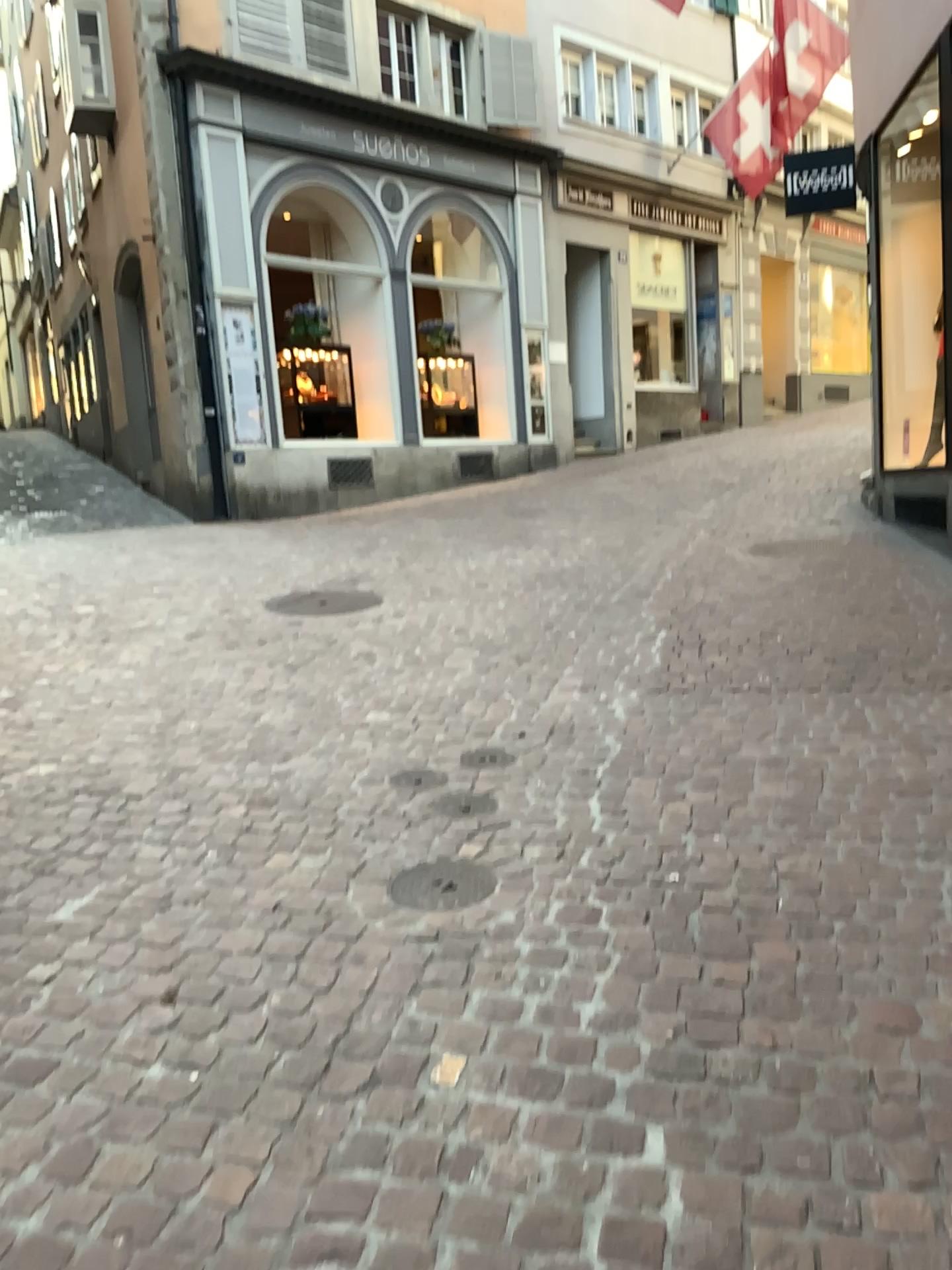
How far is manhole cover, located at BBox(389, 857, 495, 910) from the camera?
2.72m

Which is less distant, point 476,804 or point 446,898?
point 446,898

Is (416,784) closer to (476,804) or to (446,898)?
(476,804)

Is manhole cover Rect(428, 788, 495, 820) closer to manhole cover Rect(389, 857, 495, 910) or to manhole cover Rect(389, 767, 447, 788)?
manhole cover Rect(389, 767, 447, 788)

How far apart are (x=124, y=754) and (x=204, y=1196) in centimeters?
232cm

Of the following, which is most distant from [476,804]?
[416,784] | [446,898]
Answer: [446,898]

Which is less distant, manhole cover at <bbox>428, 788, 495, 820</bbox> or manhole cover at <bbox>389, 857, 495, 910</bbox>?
manhole cover at <bbox>389, 857, 495, 910</bbox>

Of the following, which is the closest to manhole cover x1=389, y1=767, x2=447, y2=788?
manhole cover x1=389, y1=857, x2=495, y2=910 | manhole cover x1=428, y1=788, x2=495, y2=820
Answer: manhole cover x1=428, y1=788, x2=495, y2=820
